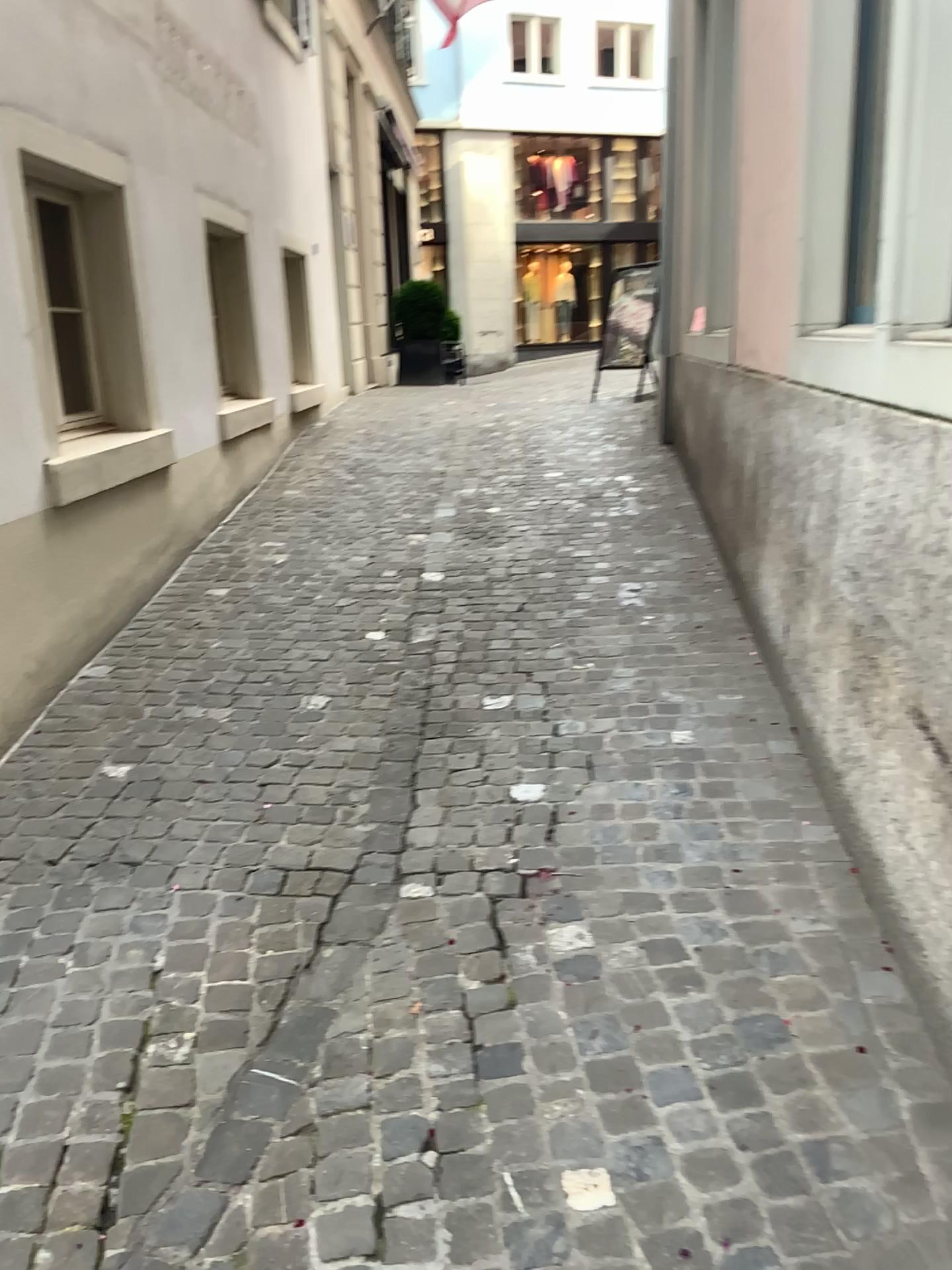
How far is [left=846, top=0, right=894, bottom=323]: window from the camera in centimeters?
314cm

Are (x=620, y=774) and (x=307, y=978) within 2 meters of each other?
yes

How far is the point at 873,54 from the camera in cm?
314
